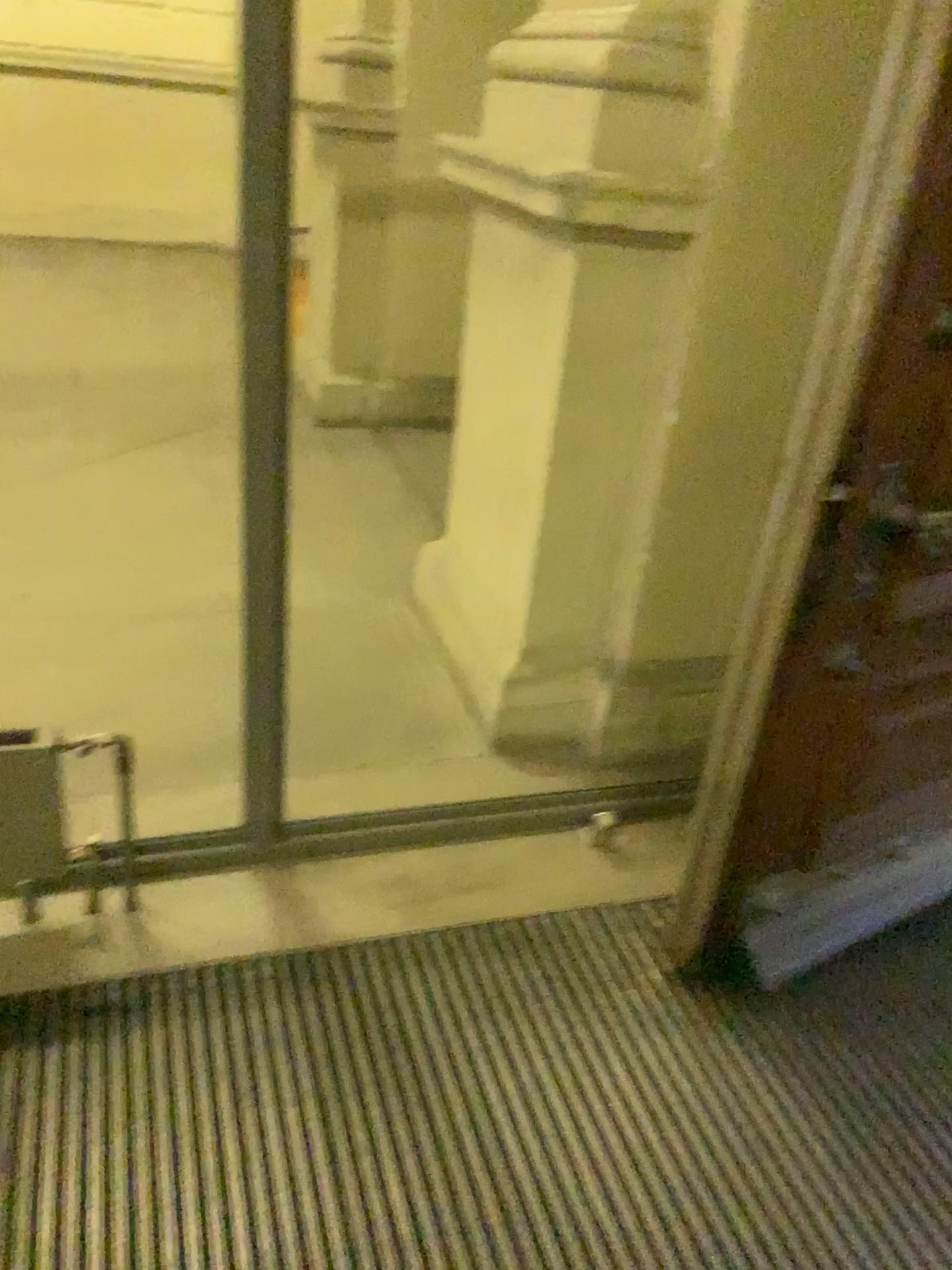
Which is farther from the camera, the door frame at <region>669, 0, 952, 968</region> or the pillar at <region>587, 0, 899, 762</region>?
the pillar at <region>587, 0, 899, 762</region>

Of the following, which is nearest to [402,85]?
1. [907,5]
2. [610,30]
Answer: [610,30]

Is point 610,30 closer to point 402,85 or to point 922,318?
point 922,318

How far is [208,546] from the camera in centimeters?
348cm

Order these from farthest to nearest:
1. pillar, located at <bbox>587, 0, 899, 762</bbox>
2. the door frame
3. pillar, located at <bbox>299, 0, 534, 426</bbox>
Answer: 1. pillar, located at <bbox>299, 0, 534, 426</bbox>
2. pillar, located at <bbox>587, 0, 899, 762</bbox>
3. the door frame

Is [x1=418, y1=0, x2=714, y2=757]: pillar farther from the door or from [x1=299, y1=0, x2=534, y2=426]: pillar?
[x1=299, y1=0, x2=534, y2=426]: pillar

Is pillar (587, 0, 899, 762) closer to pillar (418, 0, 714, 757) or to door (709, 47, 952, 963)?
pillar (418, 0, 714, 757)

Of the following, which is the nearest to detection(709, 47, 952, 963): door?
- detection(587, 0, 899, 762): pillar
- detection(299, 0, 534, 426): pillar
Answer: detection(587, 0, 899, 762): pillar

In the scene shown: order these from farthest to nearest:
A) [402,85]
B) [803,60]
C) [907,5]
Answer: [402,85], [803,60], [907,5]

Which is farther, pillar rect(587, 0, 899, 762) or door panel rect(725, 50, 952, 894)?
pillar rect(587, 0, 899, 762)
